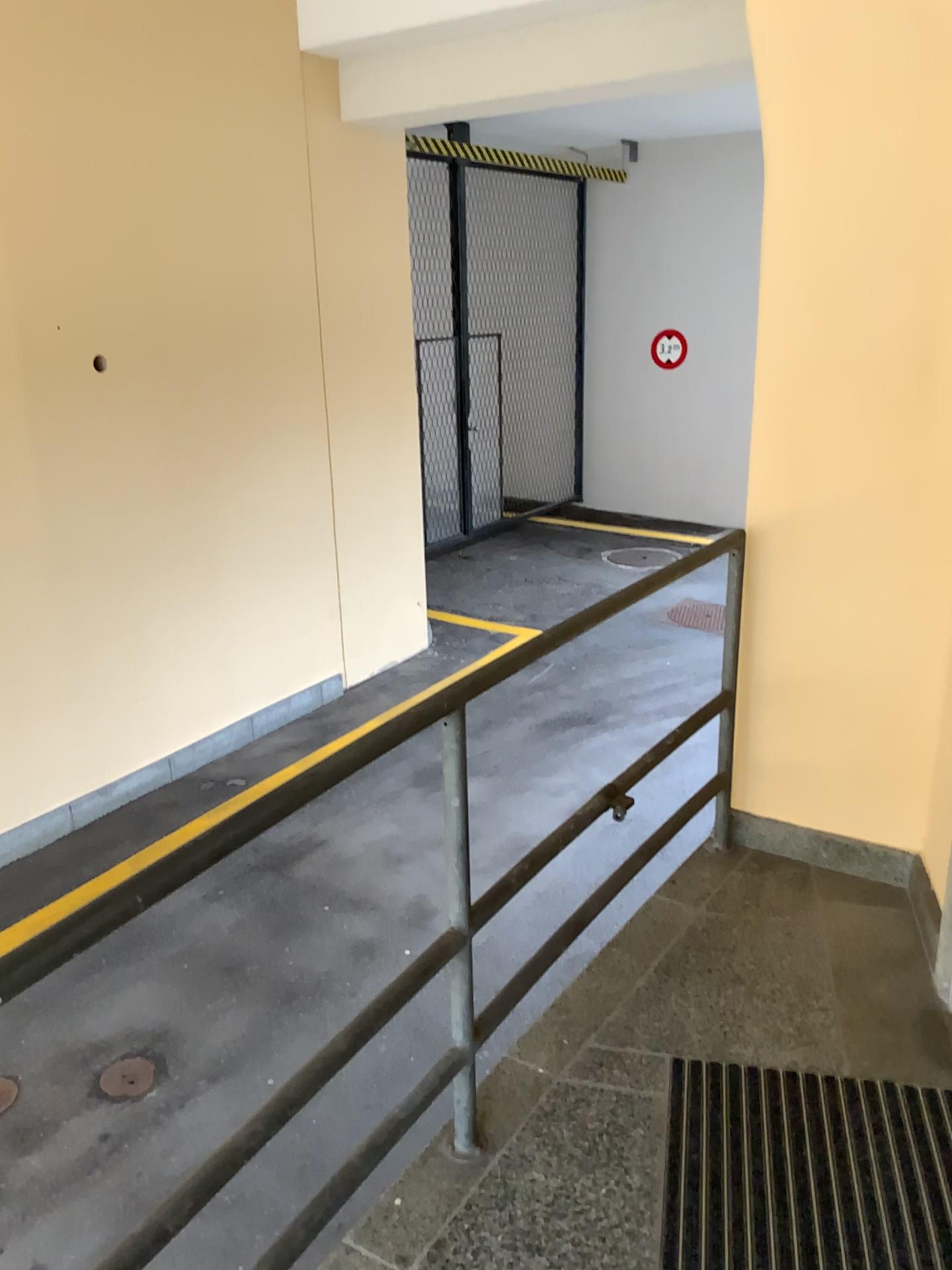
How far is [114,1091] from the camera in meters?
3.4

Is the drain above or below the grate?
below

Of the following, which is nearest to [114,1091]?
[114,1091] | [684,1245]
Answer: [114,1091]

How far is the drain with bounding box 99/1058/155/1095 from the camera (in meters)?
3.40

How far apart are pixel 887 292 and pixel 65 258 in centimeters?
363cm

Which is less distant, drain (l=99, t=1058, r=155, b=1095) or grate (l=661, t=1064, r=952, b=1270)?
grate (l=661, t=1064, r=952, b=1270)

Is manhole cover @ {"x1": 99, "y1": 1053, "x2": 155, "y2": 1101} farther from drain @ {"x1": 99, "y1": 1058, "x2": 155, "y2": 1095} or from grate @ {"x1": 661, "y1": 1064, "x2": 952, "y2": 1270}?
grate @ {"x1": 661, "y1": 1064, "x2": 952, "y2": 1270}

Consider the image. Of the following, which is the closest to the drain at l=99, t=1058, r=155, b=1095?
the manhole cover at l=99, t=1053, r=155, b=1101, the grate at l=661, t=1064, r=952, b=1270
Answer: the manhole cover at l=99, t=1053, r=155, b=1101

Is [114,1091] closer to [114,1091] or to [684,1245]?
[114,1091]
